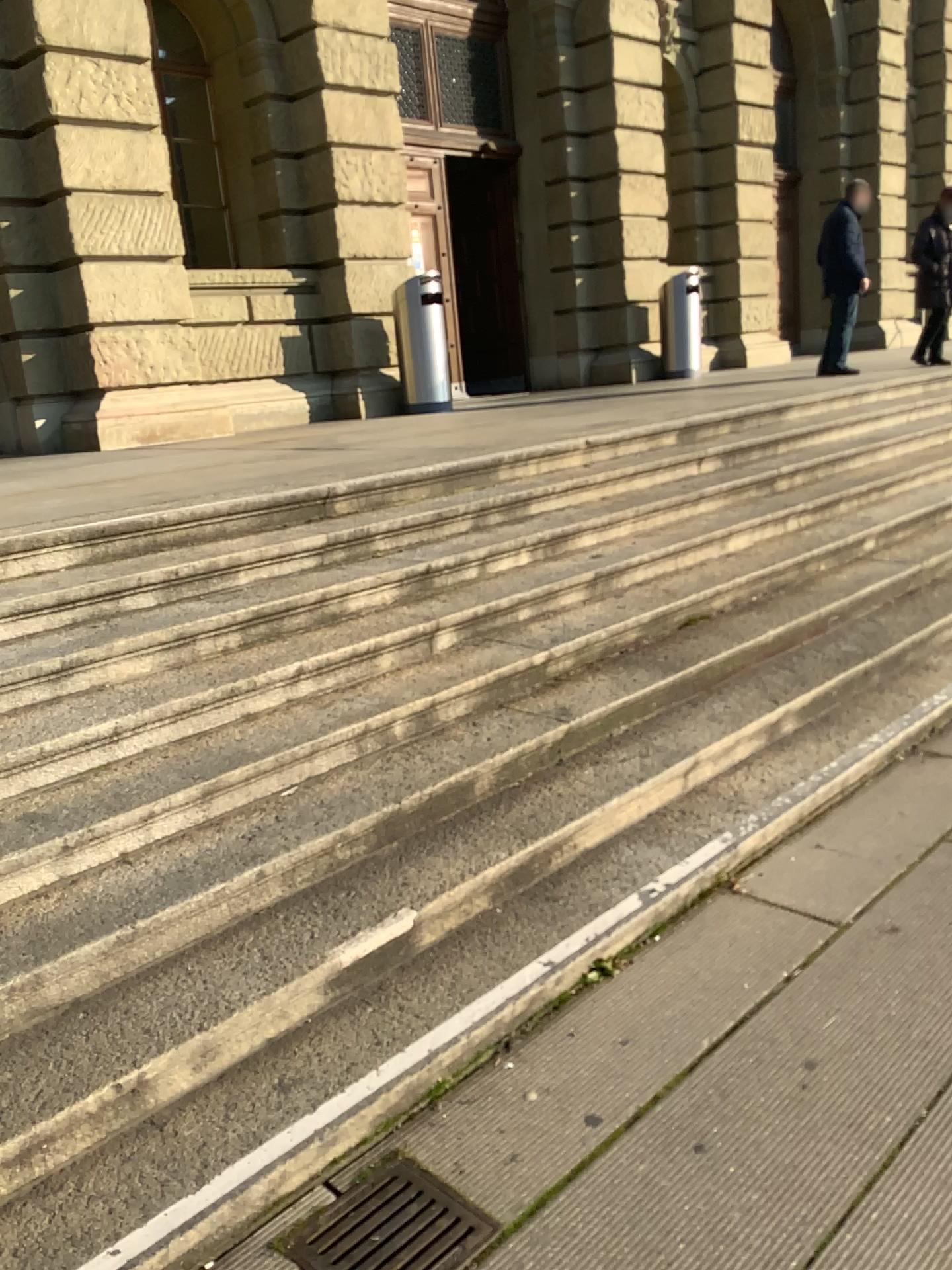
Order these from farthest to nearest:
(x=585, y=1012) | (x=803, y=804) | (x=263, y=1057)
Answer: (x=803, y=804) → (x=585, y=1012) → (x=263, y=1057)

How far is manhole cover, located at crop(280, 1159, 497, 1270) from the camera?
1.9m

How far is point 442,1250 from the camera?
1.9m
